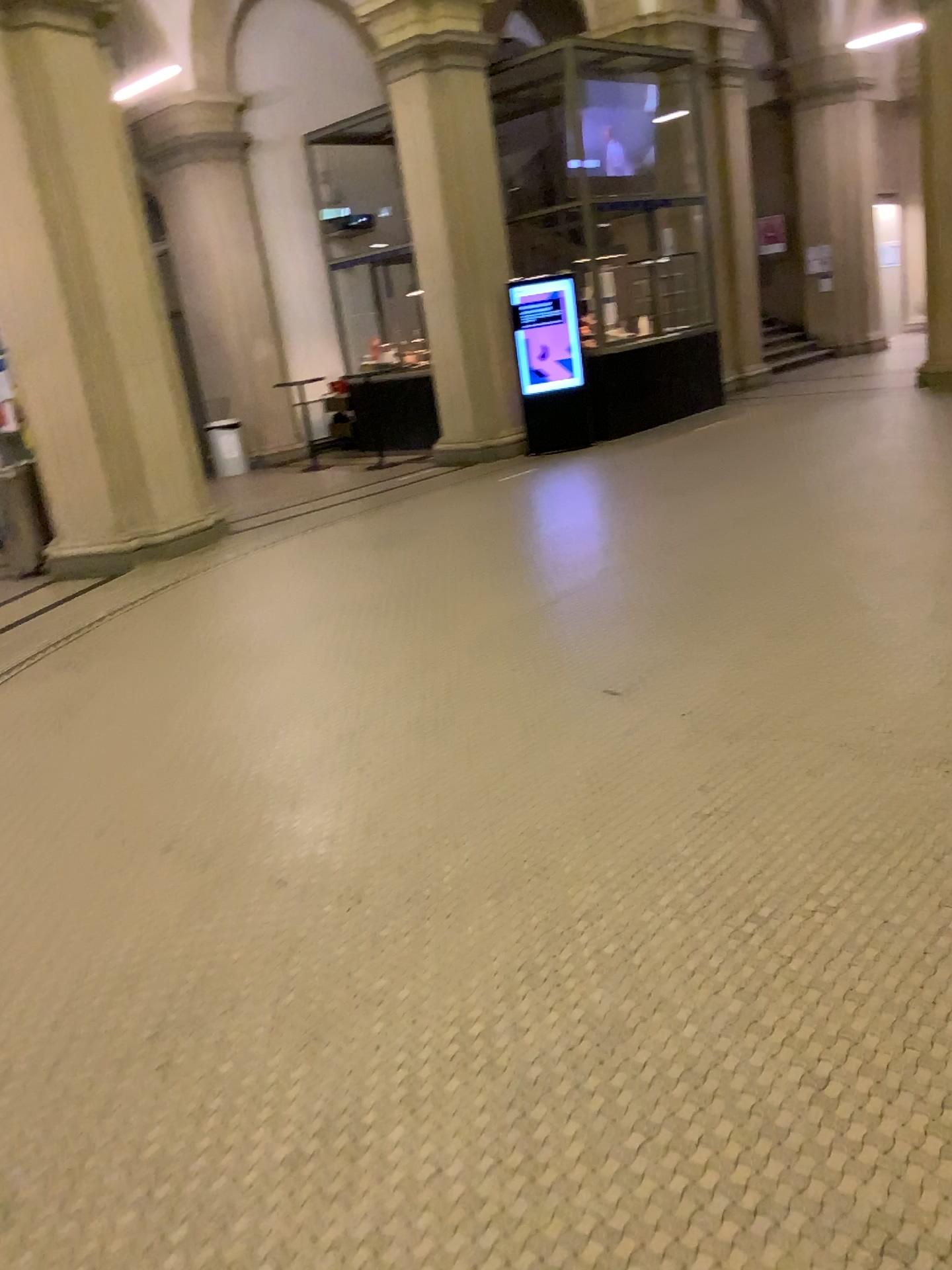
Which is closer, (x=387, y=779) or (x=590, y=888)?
(x=590, y=888)
